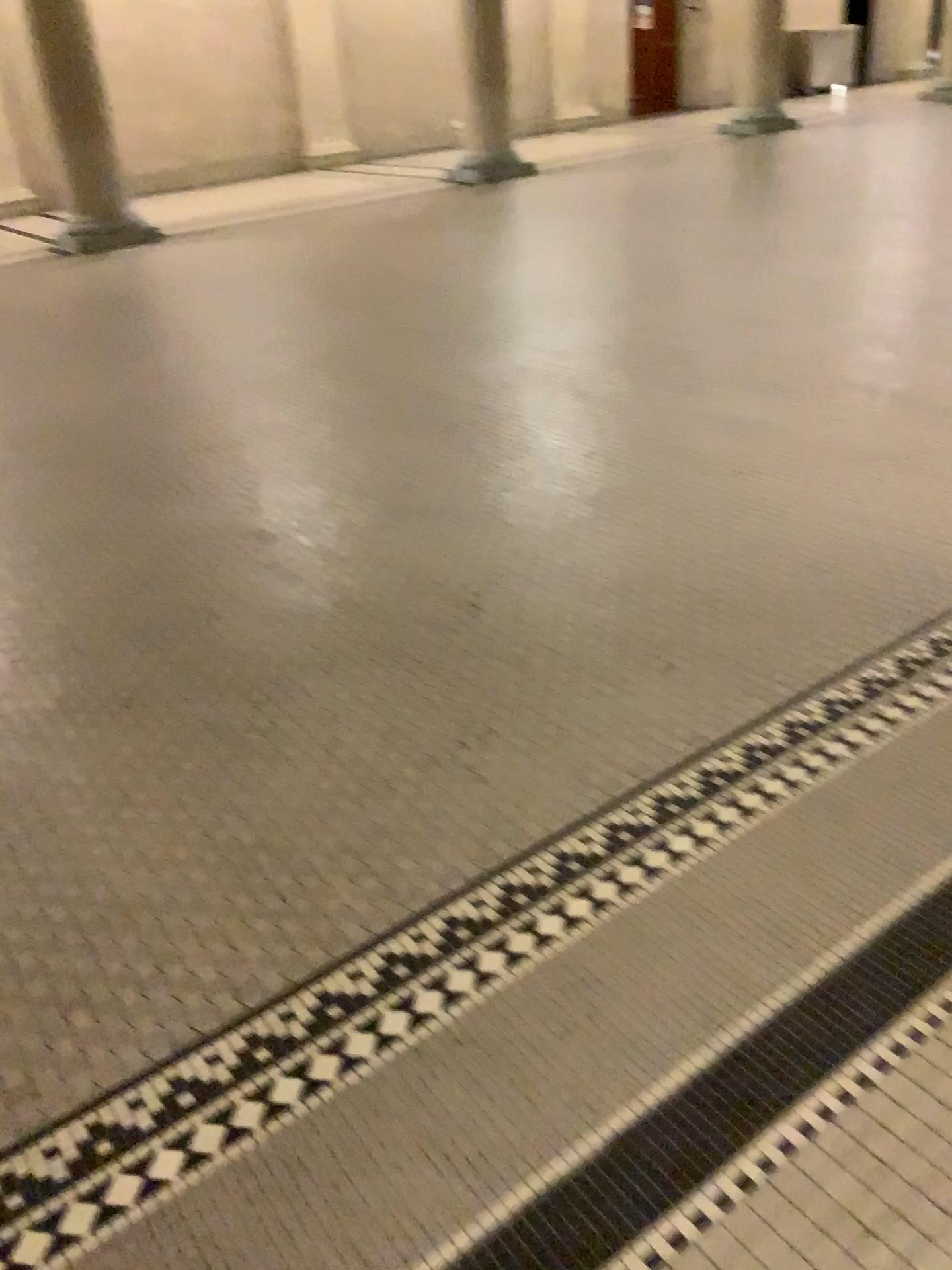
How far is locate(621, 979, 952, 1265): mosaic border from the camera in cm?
129

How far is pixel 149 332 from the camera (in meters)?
5.78

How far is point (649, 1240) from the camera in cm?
129
